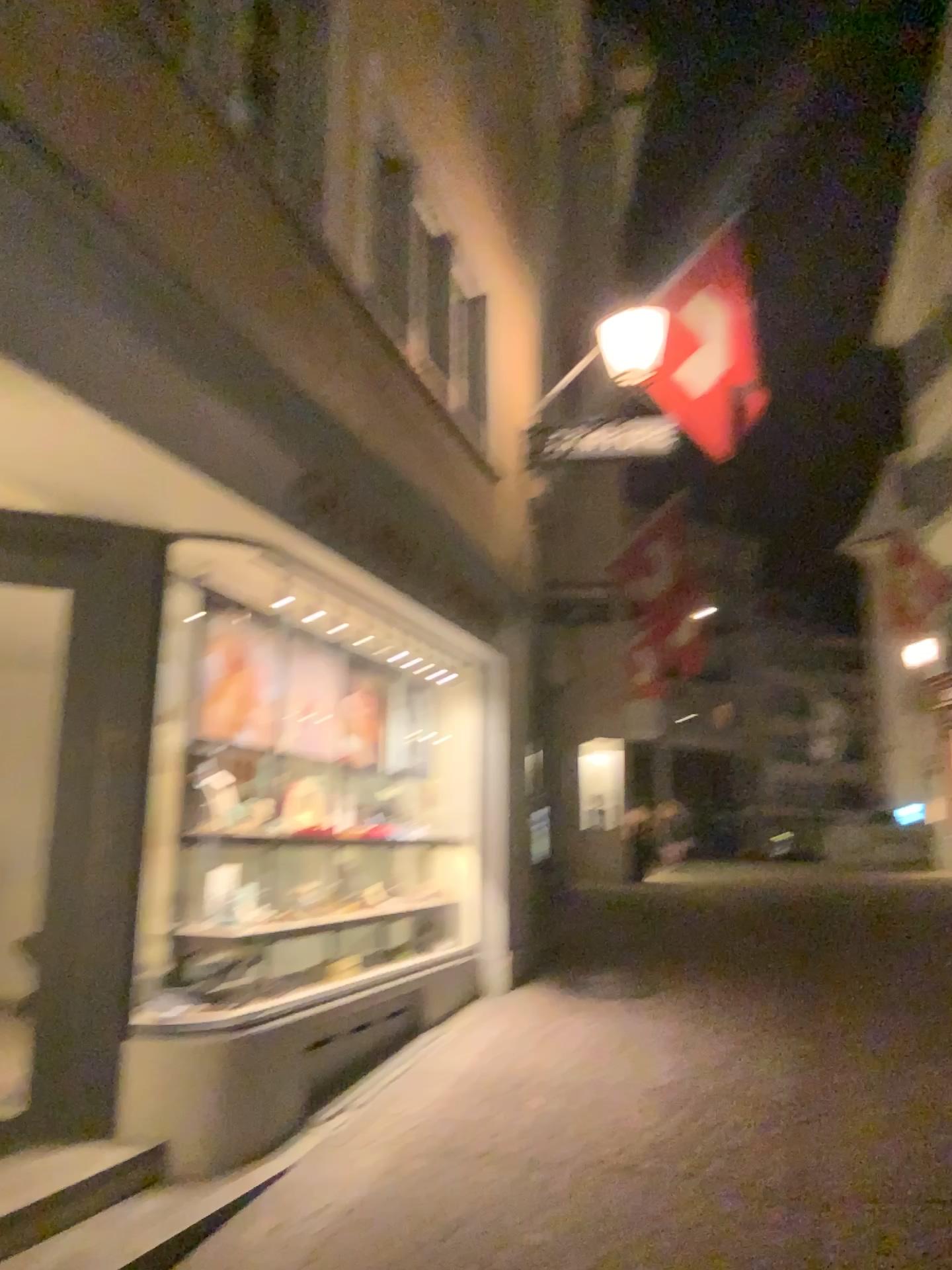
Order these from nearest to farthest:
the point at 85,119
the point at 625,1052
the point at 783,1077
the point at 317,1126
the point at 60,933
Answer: the point at 85,119
the point at 60,933
the point at 317,1126
the point at 783,1077
the point at 625,1052
